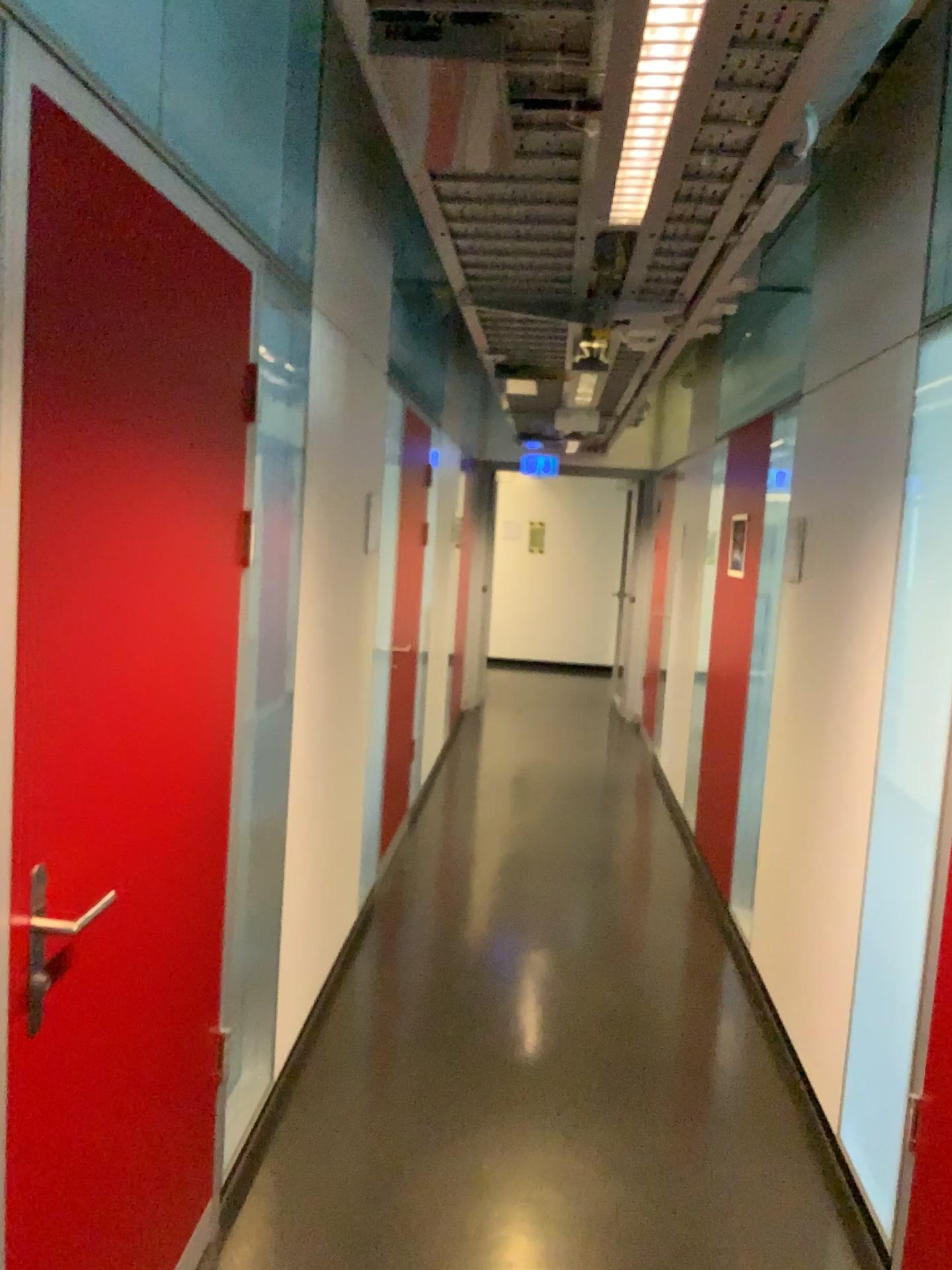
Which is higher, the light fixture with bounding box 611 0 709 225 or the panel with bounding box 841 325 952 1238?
the light fixture with bounding box 611 0 709 225

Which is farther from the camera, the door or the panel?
the panel

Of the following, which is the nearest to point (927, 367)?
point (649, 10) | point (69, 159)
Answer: point (649, 10)

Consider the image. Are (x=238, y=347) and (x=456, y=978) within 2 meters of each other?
no

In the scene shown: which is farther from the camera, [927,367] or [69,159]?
[927,367]

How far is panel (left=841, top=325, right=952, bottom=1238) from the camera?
2.3 meters

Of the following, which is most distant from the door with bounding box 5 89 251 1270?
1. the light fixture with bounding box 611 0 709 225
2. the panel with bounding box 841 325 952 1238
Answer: the panel with bounding box 841 325 952 1238

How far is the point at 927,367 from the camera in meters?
2.3 m

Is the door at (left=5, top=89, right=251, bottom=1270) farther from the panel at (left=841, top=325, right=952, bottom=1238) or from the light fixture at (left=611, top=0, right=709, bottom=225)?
the panel at (left=841, top=325, right=952, bottom=1238)
